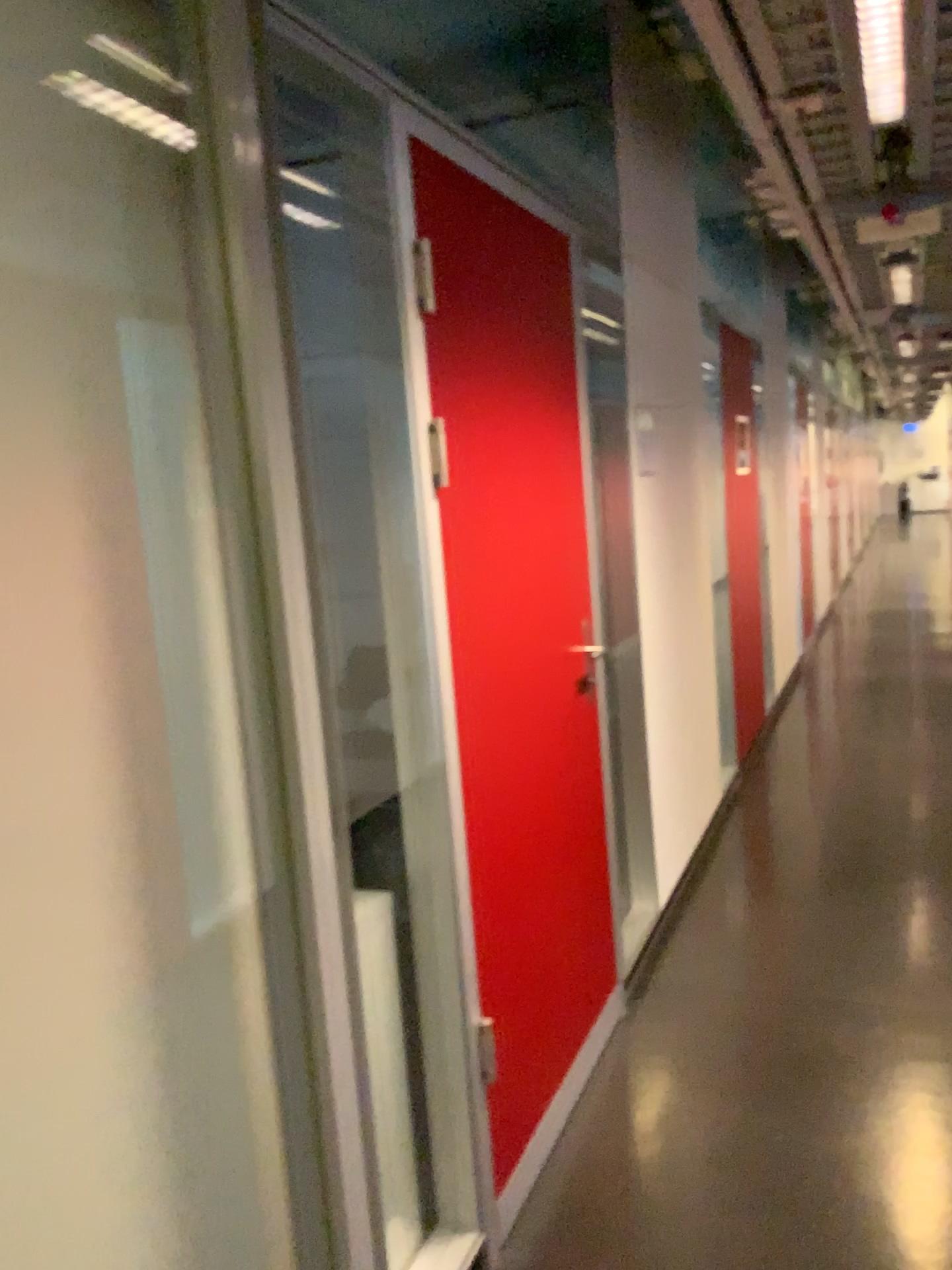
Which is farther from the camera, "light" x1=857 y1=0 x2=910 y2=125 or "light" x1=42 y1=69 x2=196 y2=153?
"light" x1=857 y1=0 x2=910 y2=125

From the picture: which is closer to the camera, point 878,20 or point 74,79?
point 74,79

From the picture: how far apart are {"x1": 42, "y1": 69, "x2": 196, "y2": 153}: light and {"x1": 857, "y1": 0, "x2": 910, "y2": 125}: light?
1.5 meters

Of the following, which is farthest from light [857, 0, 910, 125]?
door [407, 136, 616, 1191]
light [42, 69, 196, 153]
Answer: light [42, 69, 196, 153]

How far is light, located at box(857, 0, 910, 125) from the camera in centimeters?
203cm

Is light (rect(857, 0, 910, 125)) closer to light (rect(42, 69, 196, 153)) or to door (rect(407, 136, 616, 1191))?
door (rect(407, 136, 616, 1191))

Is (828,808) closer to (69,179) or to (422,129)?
(422,129)

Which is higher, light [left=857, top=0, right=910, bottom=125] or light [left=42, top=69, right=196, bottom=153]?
light [left=857, top=0, right=910, bottom=125]

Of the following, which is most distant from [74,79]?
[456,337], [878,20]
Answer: [878,20]

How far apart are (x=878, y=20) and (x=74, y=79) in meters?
1.6
